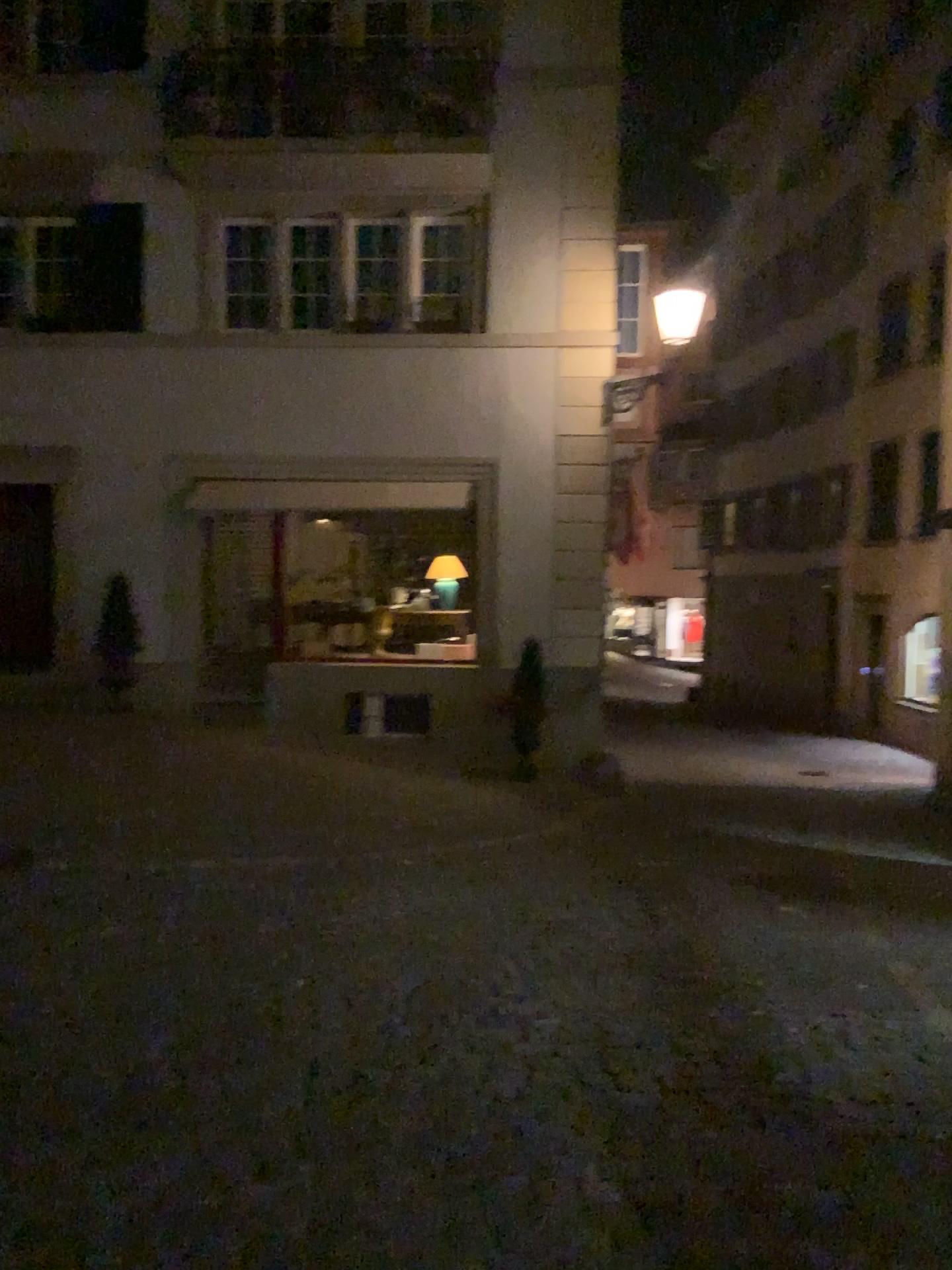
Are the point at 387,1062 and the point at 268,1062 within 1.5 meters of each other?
yes
